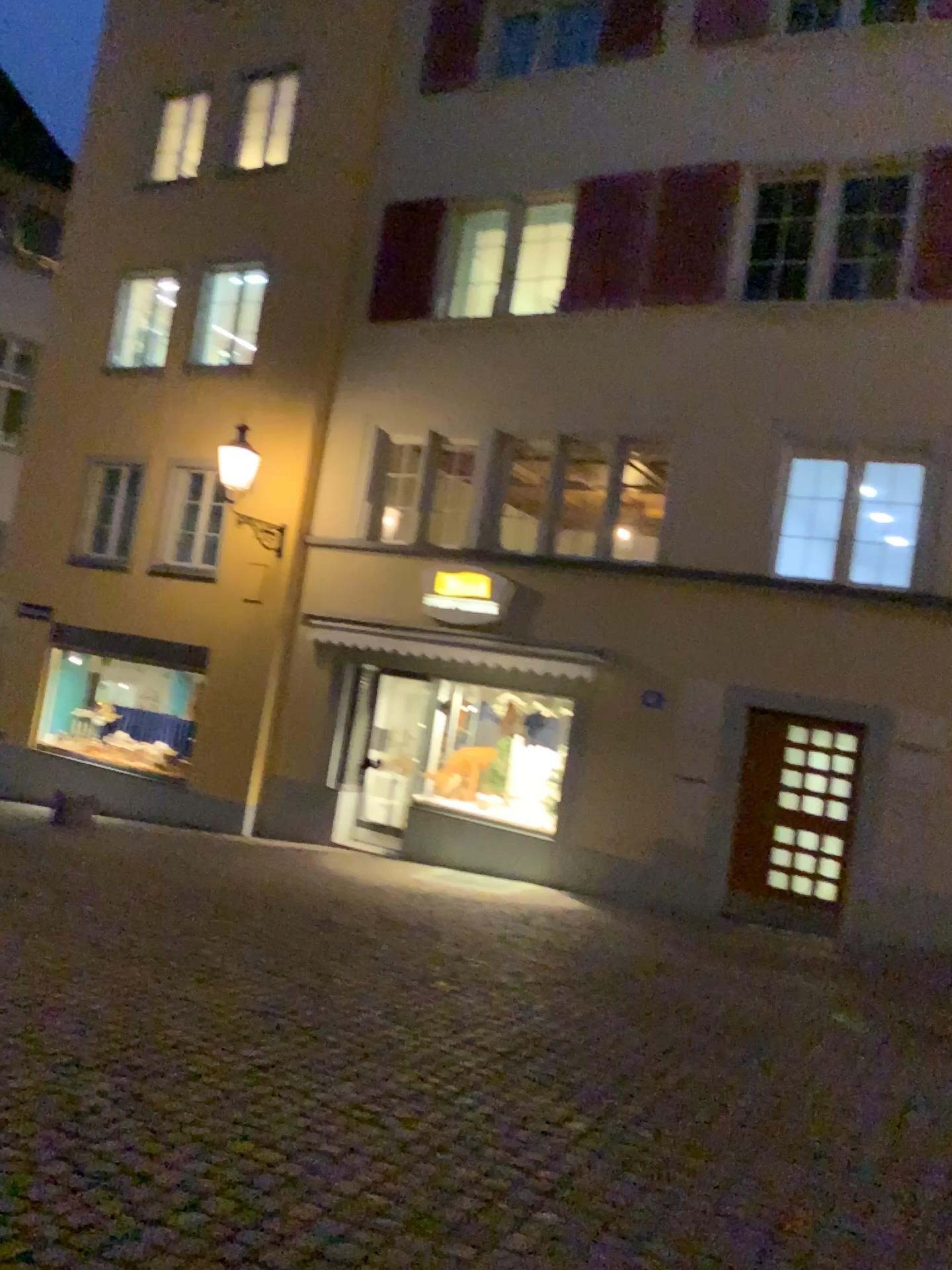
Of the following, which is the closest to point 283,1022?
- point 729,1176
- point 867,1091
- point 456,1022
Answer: point 456,1022
